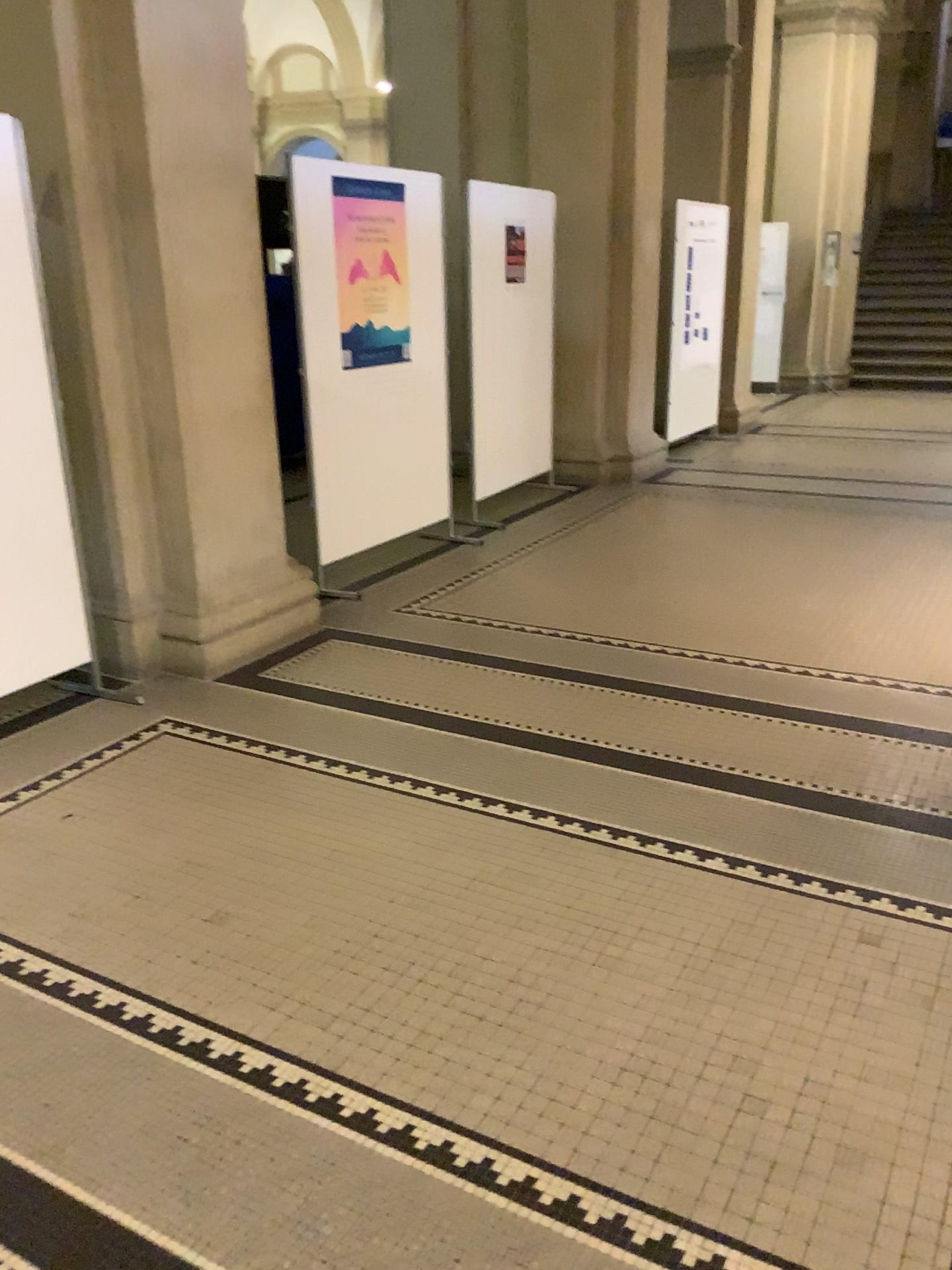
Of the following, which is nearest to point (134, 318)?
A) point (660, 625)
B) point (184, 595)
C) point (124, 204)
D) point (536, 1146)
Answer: point (124, 204)

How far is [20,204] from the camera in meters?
3.3 m

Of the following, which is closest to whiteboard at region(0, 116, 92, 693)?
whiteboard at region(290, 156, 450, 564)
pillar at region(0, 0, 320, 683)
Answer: pillar at region(0, 0, 320, 683)

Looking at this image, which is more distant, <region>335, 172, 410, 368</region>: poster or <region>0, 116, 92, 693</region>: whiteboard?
<region>335, 172, 410, 368</region>: poster

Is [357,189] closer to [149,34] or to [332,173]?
[332,173]

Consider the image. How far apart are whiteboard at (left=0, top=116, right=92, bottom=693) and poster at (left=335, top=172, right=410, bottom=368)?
1.66m

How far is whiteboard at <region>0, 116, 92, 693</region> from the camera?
3.31m

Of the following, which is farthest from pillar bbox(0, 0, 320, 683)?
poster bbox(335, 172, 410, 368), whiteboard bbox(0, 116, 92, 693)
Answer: poster bbox(335, 172, 410, 368)

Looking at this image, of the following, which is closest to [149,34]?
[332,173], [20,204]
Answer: [20,204]

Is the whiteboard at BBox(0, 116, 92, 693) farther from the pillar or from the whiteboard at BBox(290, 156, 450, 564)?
the whiteboard at BBox(290, 156, 450, 564)
